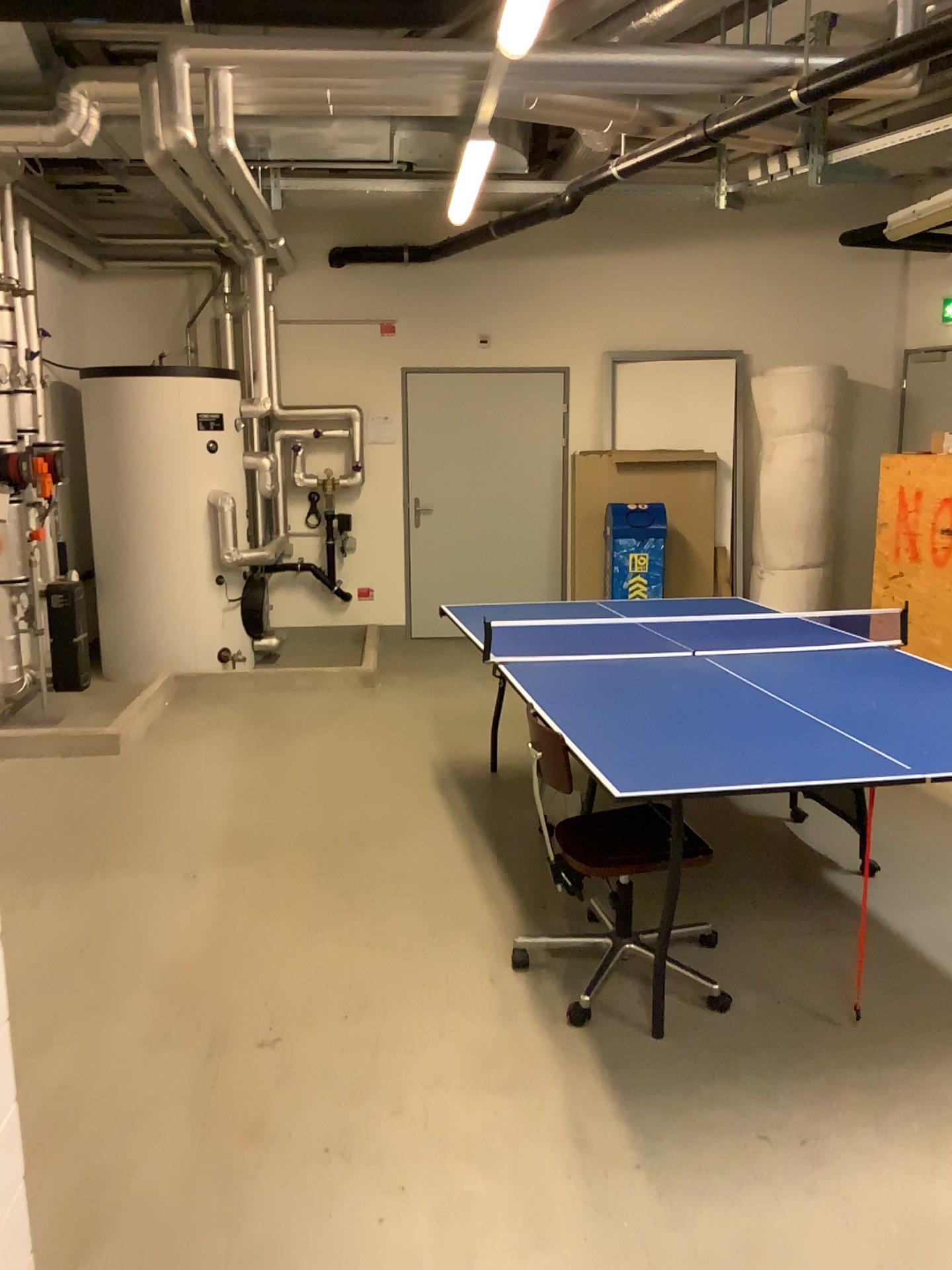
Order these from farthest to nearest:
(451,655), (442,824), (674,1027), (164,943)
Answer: (451,655) < (442,824) < (164,943) < (674,1027)
